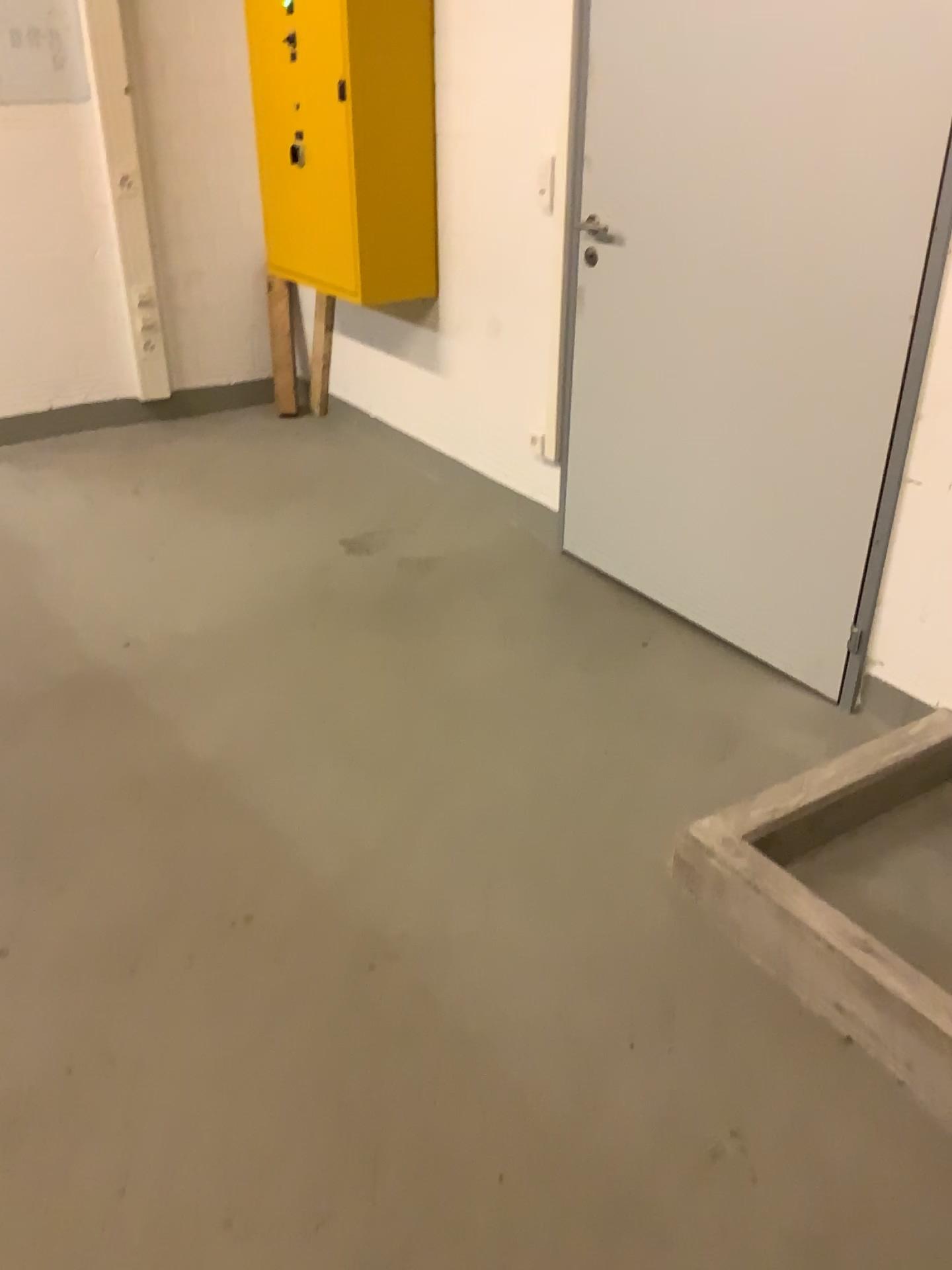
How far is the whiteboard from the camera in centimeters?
387cm

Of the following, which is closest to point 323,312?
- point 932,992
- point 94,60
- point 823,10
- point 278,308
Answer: point 278,308

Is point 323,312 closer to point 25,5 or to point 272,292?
point 272,292

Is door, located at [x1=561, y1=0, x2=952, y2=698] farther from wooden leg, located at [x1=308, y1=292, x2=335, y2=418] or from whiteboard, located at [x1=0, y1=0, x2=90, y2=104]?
whiteboard, located at [x1=0, y1=0, x2=90, y2=104]

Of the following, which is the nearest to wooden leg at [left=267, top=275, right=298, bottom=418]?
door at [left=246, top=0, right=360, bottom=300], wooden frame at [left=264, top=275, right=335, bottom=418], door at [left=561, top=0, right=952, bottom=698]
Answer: wooden frame at [left=264, top=275, right=335, bottom=418]

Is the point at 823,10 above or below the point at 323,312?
above

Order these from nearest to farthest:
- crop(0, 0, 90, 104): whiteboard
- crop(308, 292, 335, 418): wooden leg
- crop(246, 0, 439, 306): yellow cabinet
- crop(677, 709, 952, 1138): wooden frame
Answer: crop(677, 709, 952, 1138): wooden frame < crop(246, 0, 439, 306): yellow cabinet < crop(0, 0, 90, 104): whiteboard < crop(308, 292, 335, 418): wooden leg

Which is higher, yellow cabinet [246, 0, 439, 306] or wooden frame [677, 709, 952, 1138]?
yellow cabinet [246, 0, 439, 306]

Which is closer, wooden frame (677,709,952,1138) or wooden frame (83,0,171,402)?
wooden frame (677,709,952,1138)

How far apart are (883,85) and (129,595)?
2.4 meters
